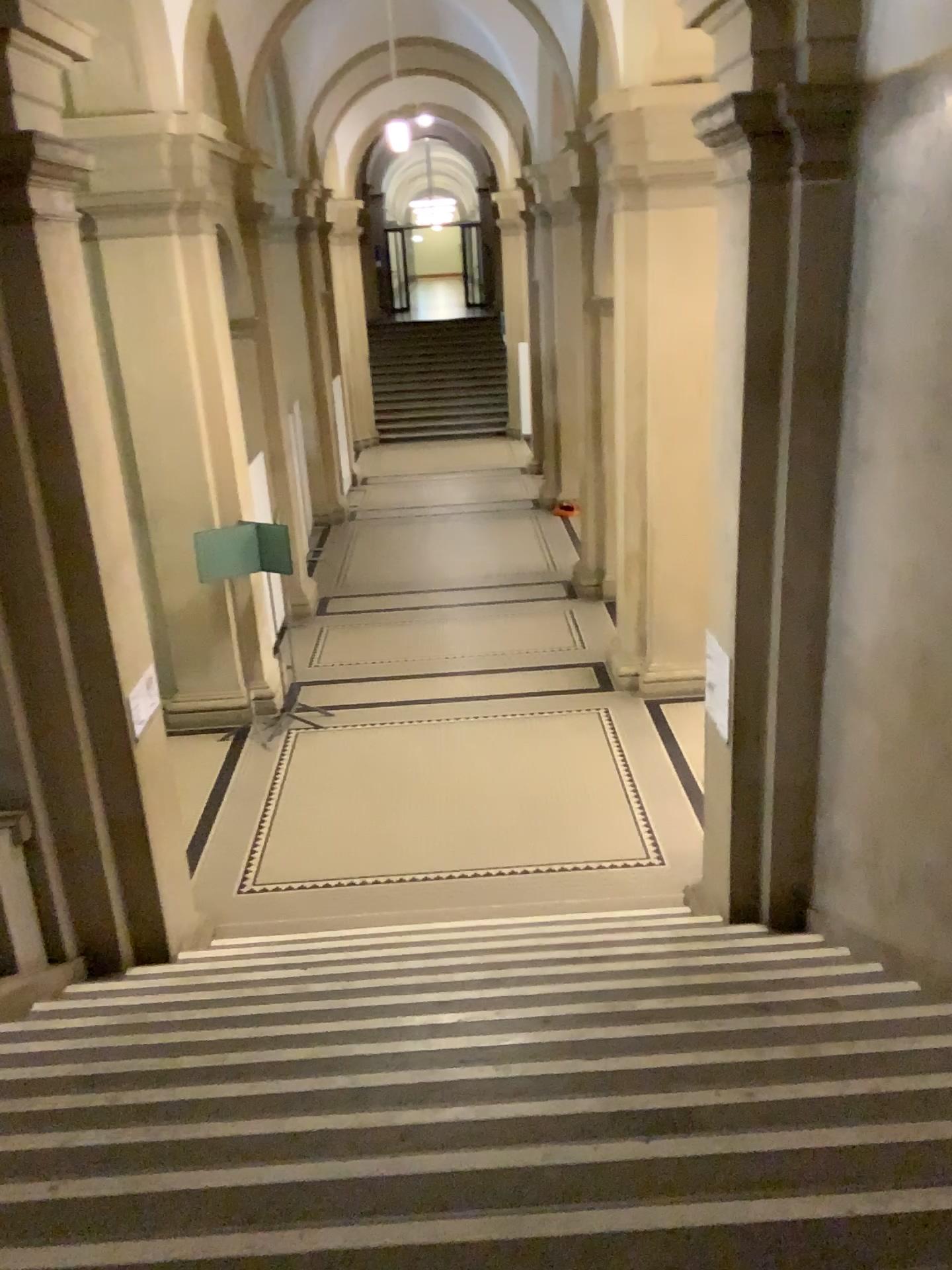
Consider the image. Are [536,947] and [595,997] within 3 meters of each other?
yes
